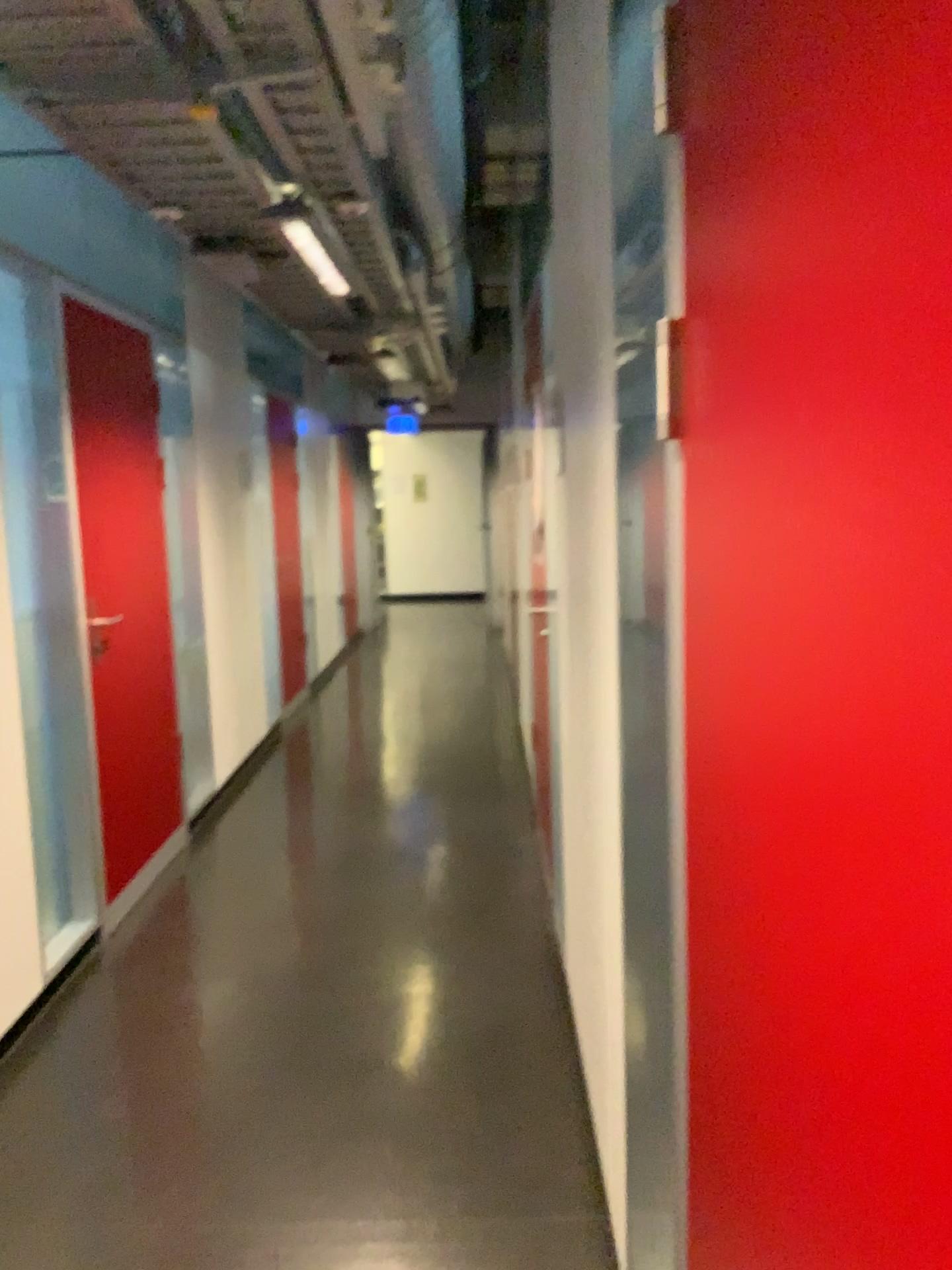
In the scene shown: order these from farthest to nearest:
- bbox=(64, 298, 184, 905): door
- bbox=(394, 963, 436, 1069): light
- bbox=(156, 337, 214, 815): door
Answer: bbox=(156, 337, 214, 815): door
bbox=(64, 298, 184, 905): door
bbox=(394, 963, 436, 1069): light

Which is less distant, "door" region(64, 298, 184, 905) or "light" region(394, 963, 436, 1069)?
"light" region(394, 963, 436, 1069)

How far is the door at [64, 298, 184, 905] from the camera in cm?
372

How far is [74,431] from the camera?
3.72m

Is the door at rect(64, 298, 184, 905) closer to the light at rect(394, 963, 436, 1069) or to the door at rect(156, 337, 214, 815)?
the door at rect(156, 337, 214, 815)

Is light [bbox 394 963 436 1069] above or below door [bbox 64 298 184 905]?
below

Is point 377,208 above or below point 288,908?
above

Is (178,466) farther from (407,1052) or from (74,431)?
(407,1052)

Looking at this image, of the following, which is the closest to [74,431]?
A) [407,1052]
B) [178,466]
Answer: [178,466]

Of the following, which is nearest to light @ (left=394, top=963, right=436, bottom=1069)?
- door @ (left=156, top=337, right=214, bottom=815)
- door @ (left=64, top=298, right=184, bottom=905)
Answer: door @ (left=64, top=298, right=184, bottom=905)
